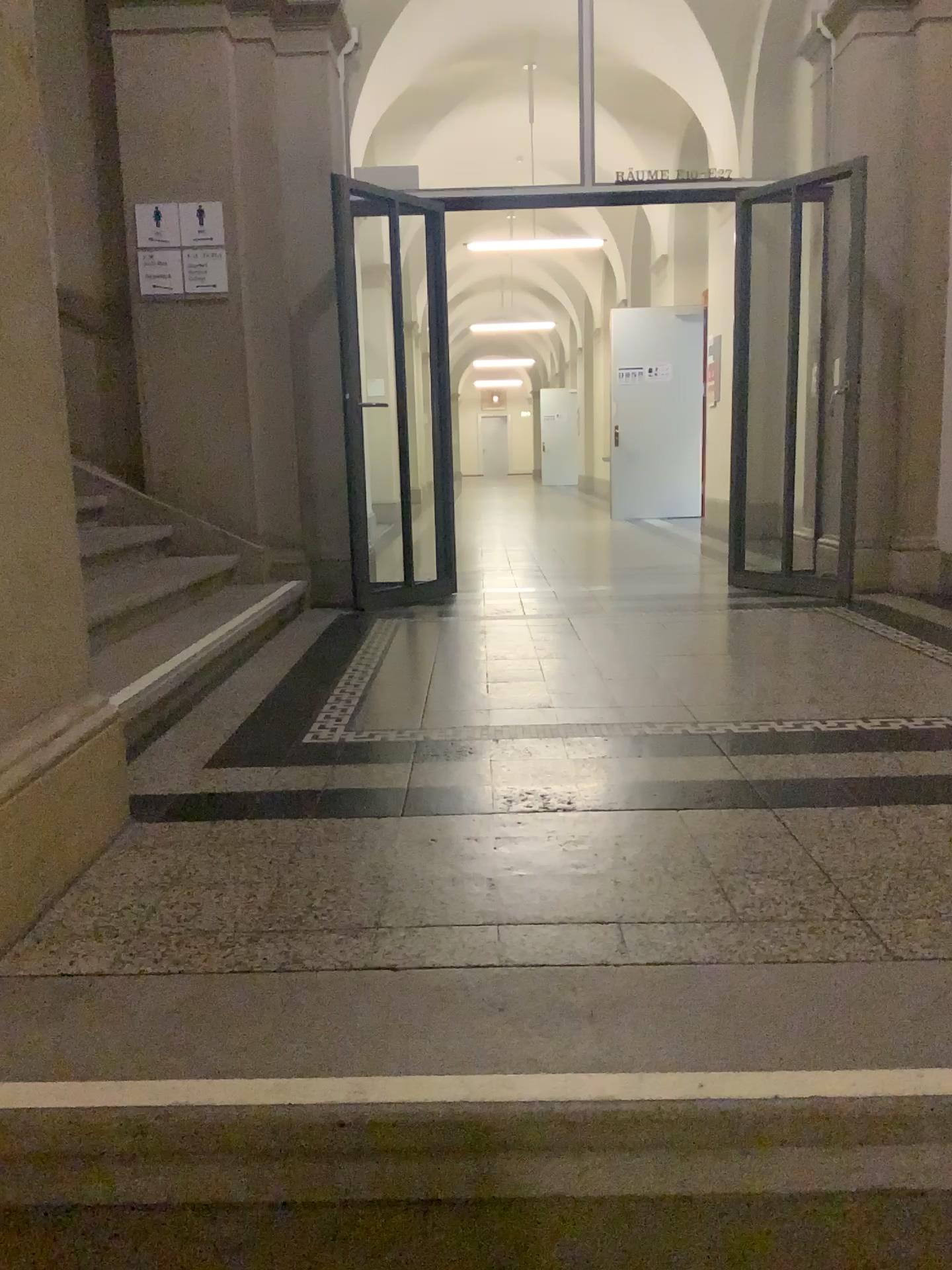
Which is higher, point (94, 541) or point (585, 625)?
point (94, 541)
